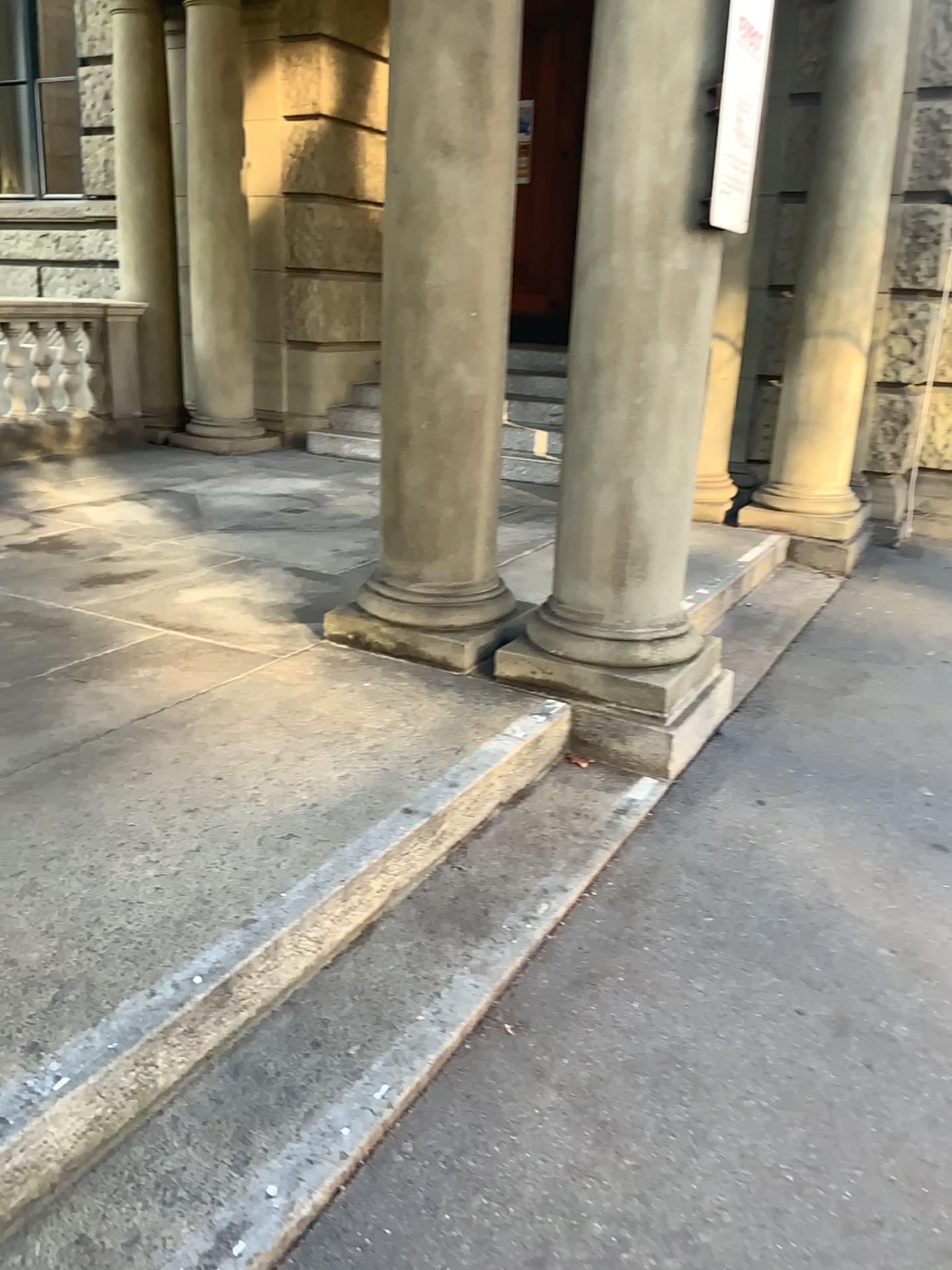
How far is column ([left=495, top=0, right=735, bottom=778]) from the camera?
2.91m

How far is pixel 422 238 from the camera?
3.2 meters

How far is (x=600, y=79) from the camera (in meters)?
2.91
